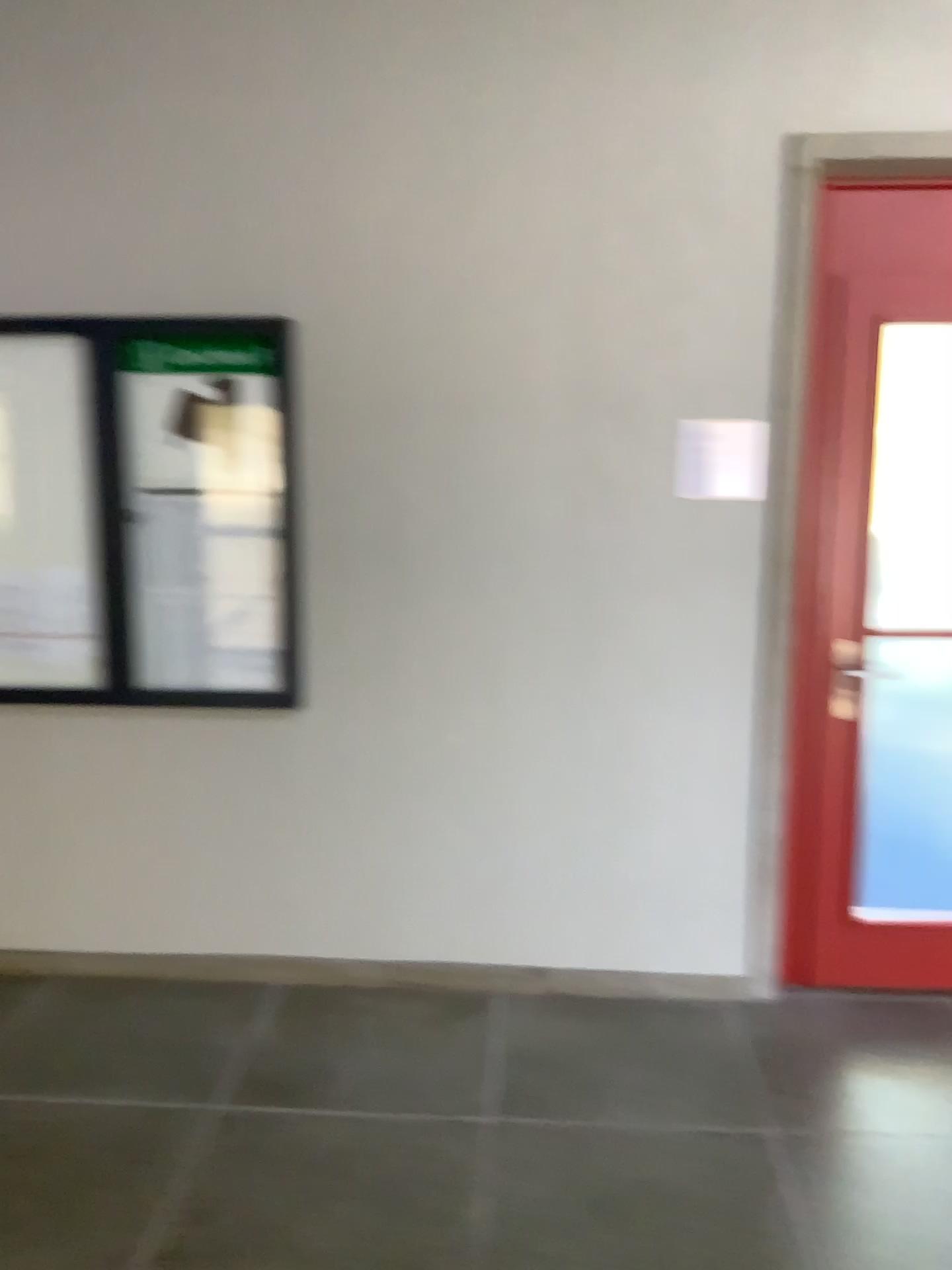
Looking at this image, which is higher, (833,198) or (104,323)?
(833,198)

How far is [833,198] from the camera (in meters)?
2.98

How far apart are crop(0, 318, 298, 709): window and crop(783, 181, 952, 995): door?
1.5m

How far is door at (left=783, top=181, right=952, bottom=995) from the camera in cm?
298

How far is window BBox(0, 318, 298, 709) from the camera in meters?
3.1 m

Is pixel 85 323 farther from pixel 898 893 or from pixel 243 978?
pixel 898 893

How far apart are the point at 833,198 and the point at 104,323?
2.1 meters
